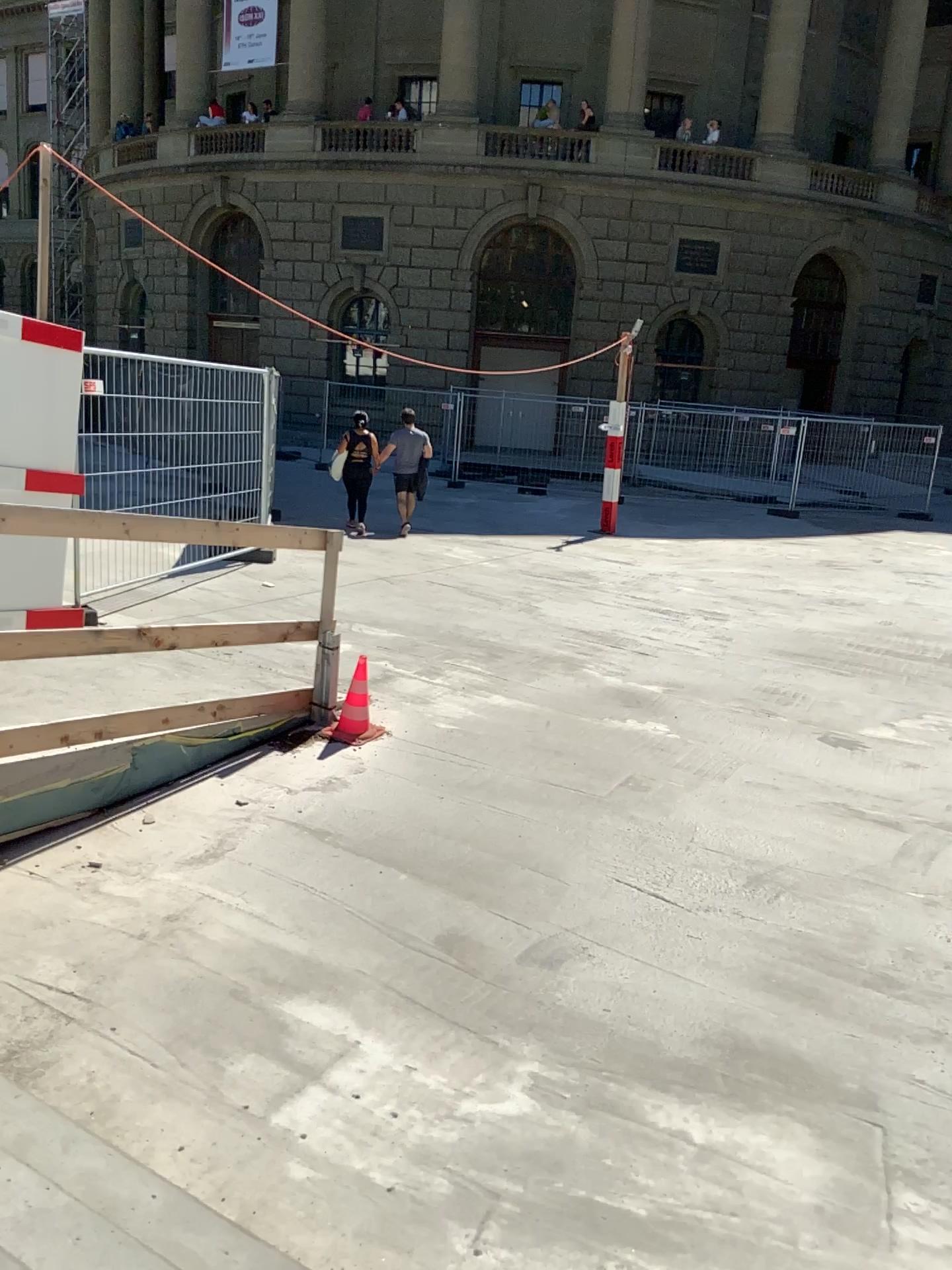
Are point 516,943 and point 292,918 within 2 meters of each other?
yes
